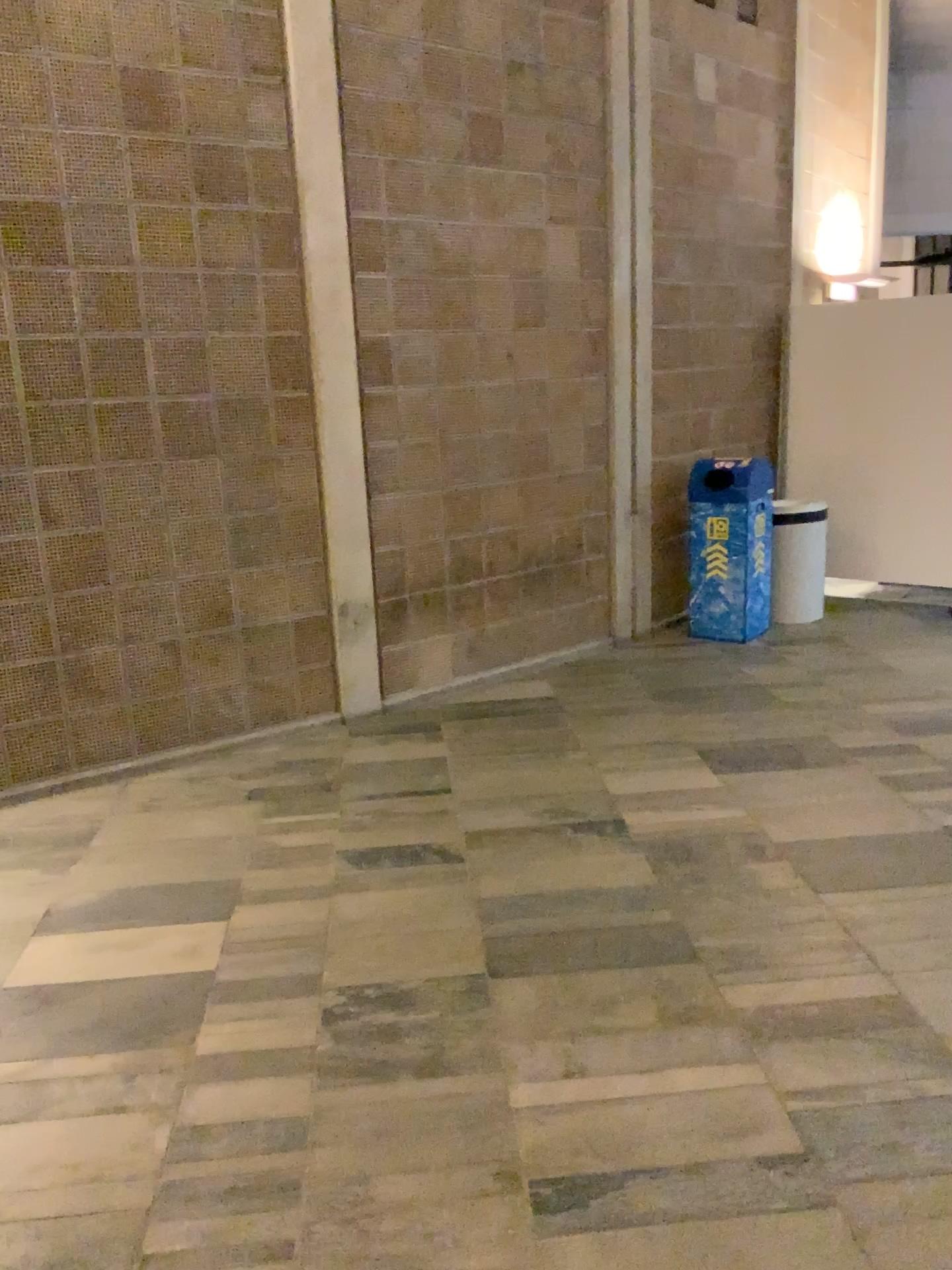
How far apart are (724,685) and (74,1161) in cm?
381
